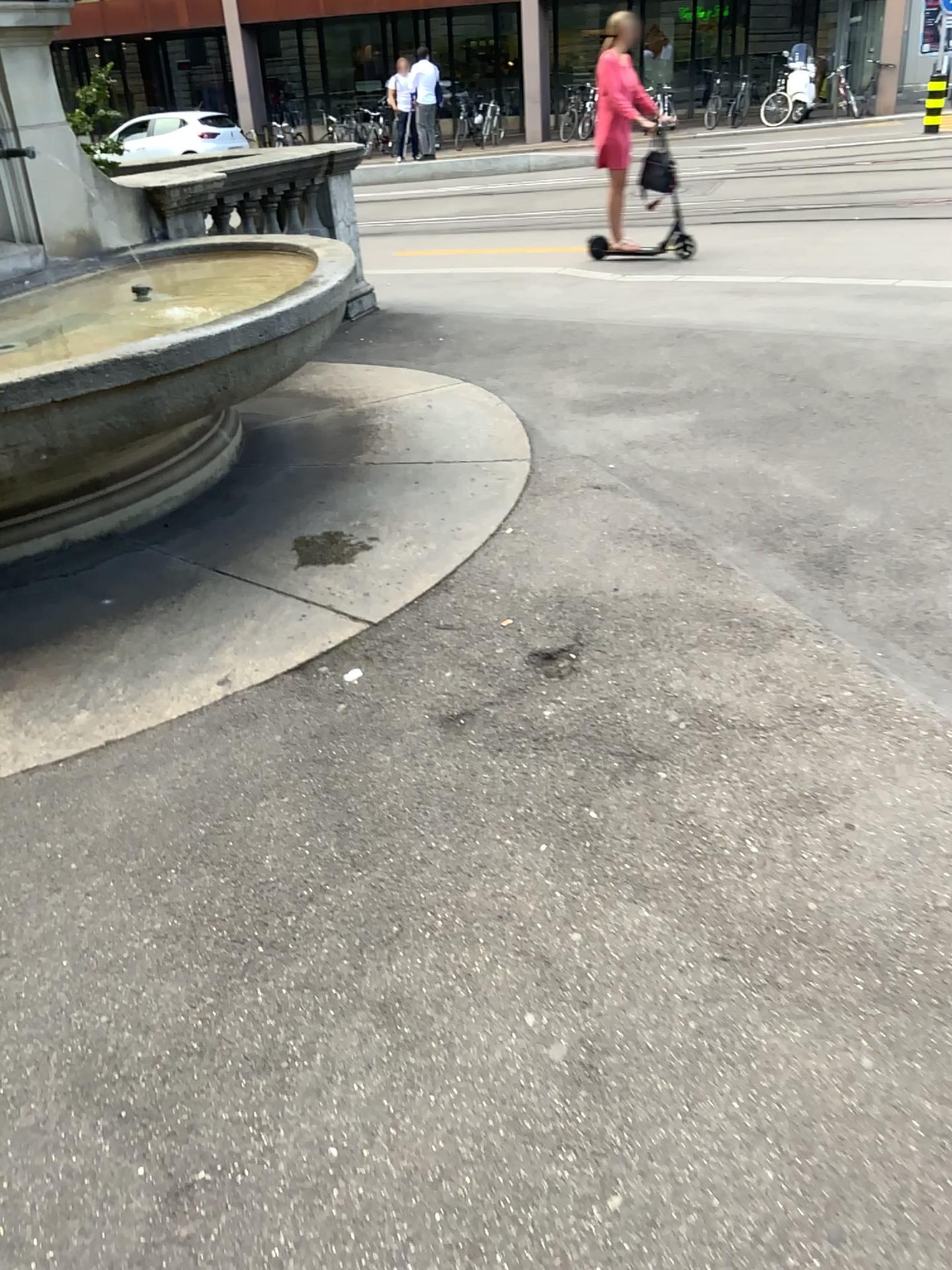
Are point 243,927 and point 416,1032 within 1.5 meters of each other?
yes
